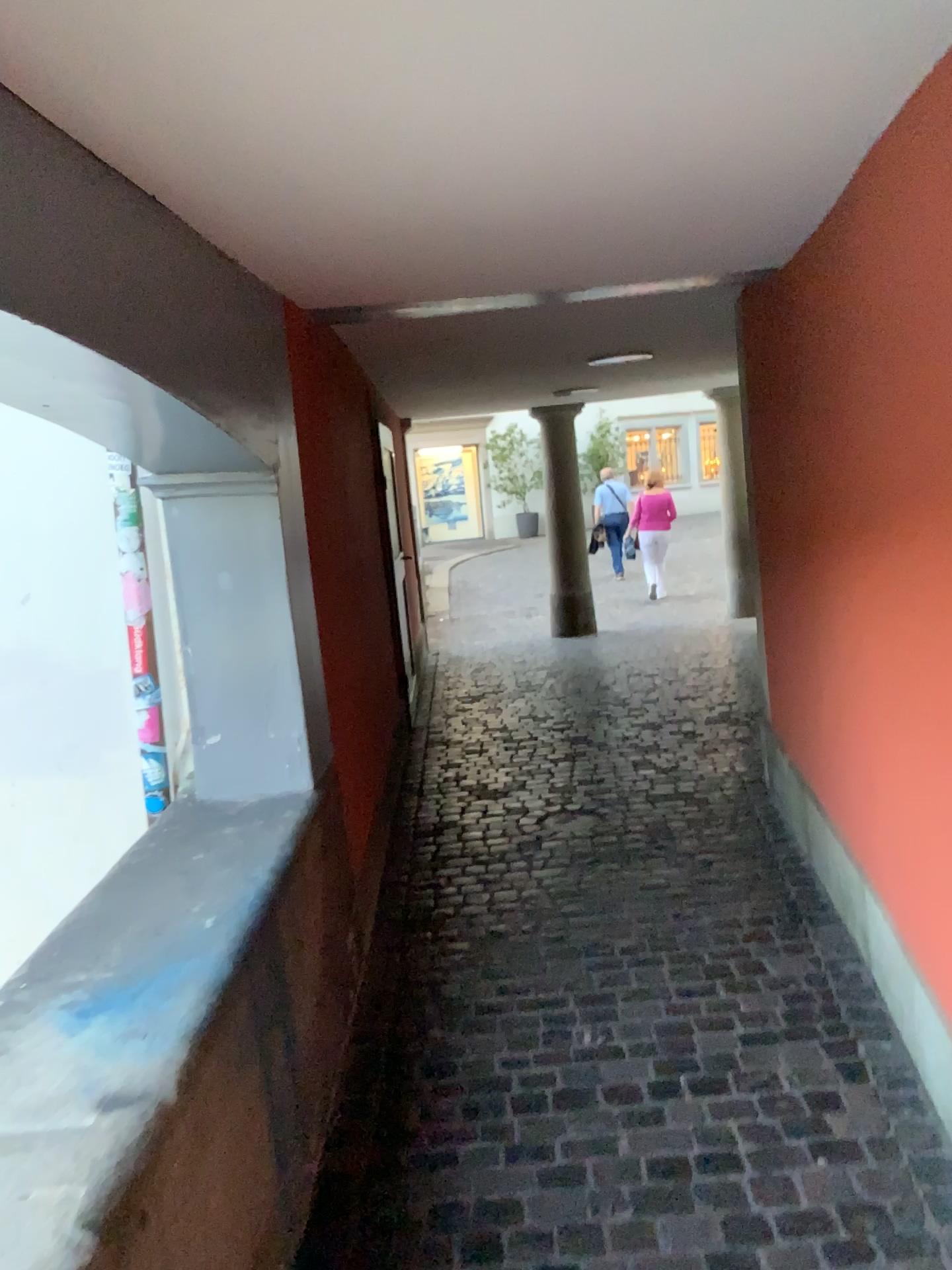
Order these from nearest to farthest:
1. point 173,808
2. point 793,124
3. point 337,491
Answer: point 793,124, point 173,808, point 337,491
